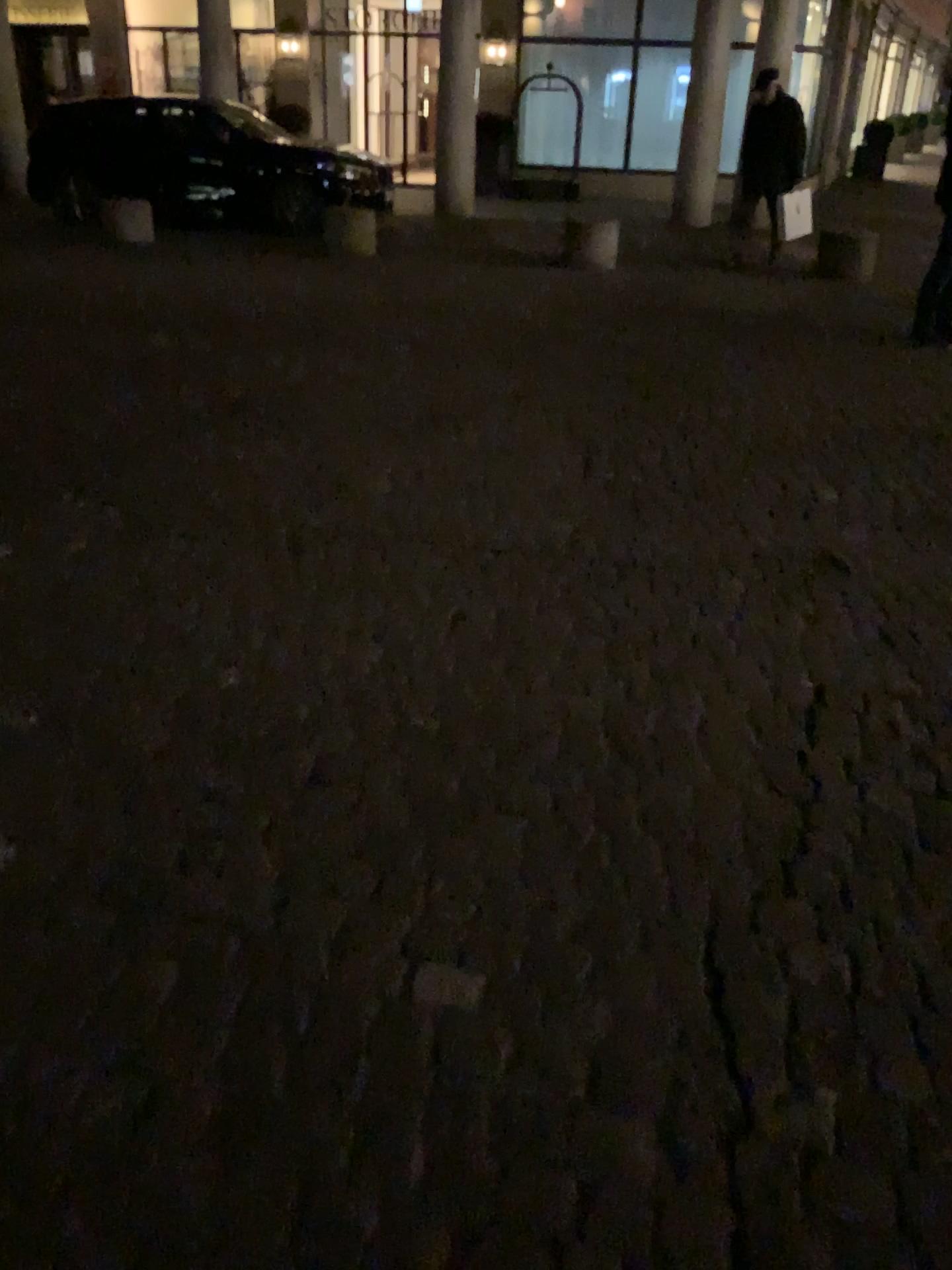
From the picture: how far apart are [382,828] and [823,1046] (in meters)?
0.84
